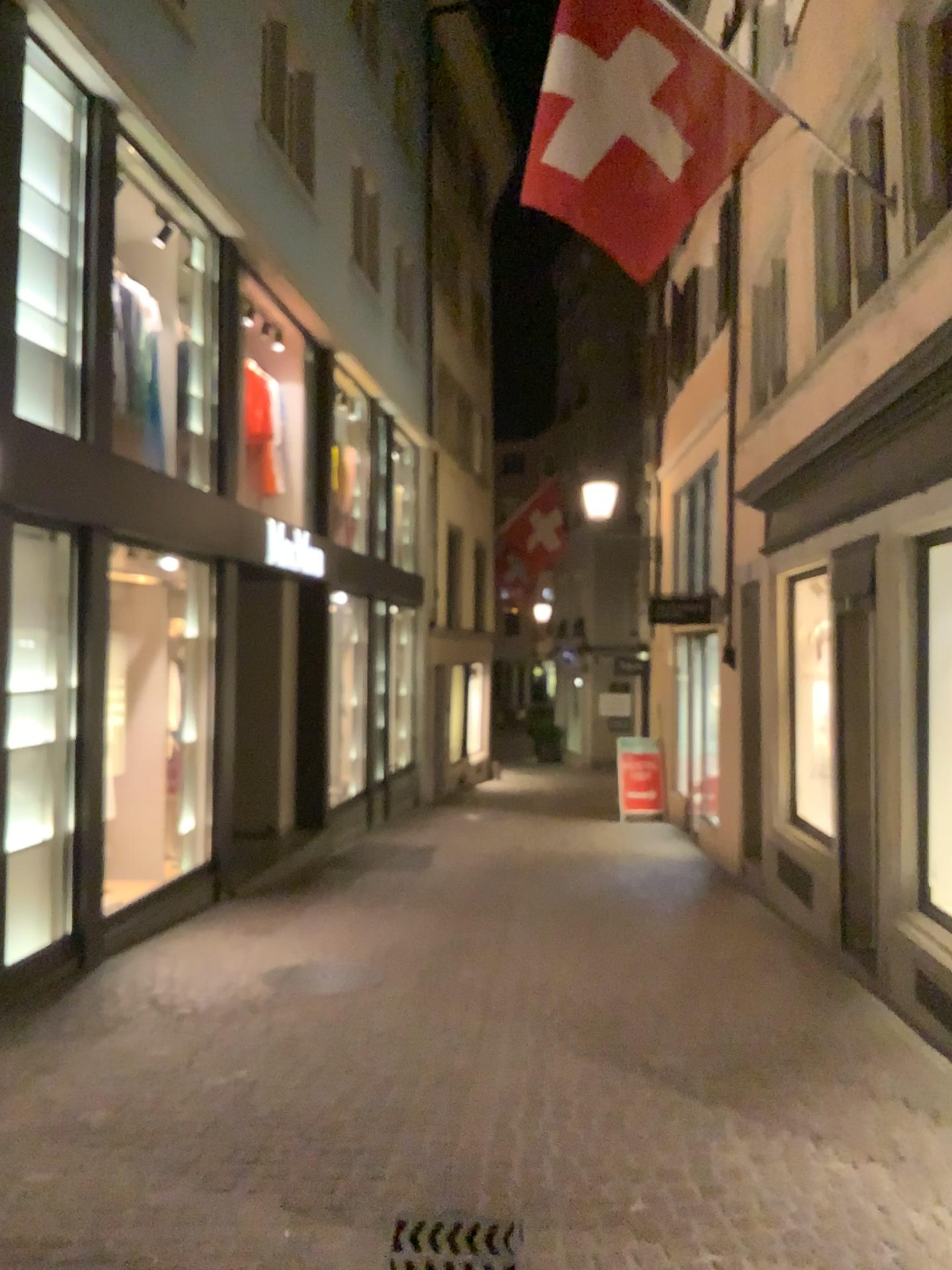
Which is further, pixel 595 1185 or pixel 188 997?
pixel 188 997
